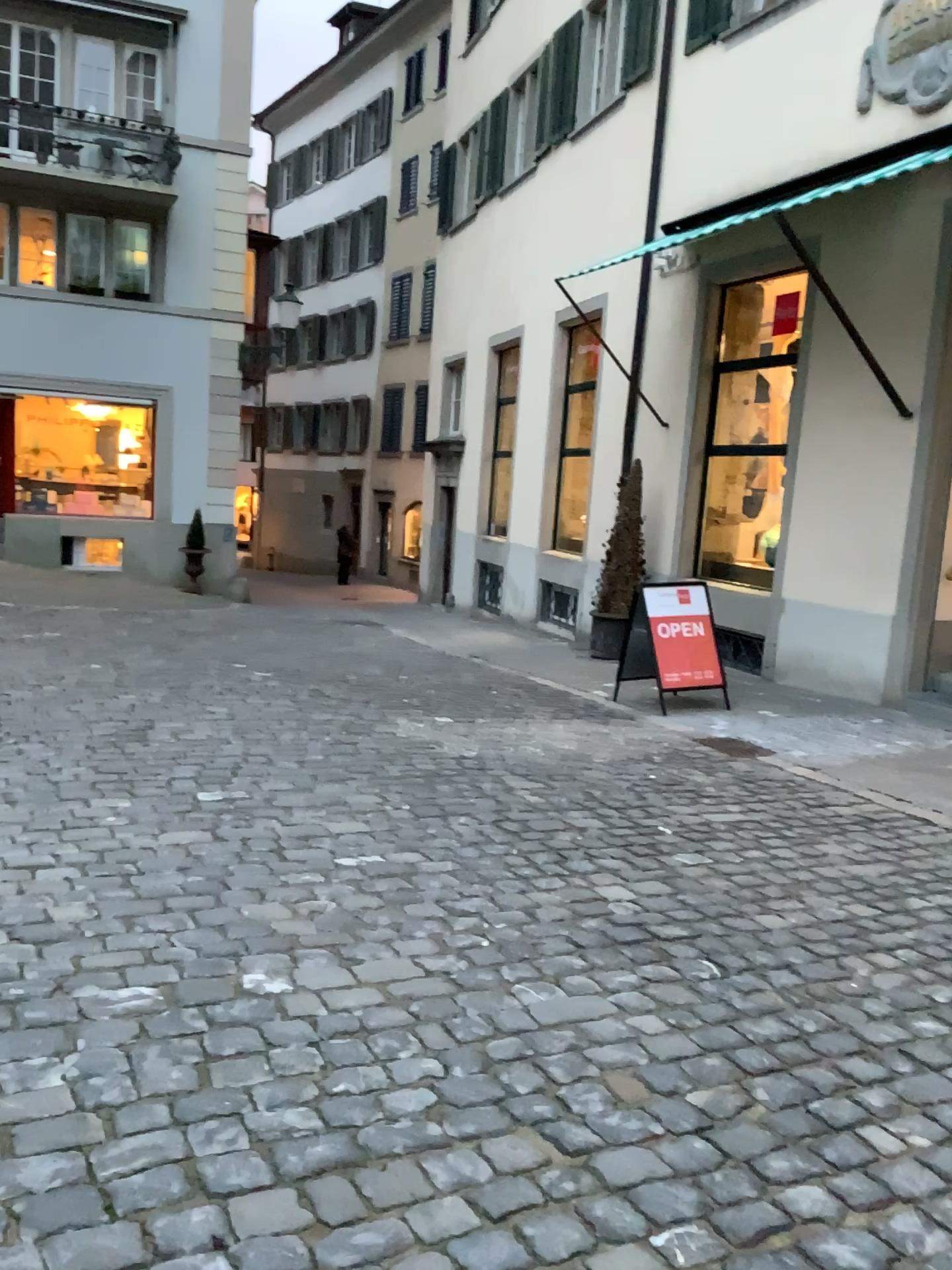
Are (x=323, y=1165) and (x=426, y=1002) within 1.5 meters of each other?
yes
